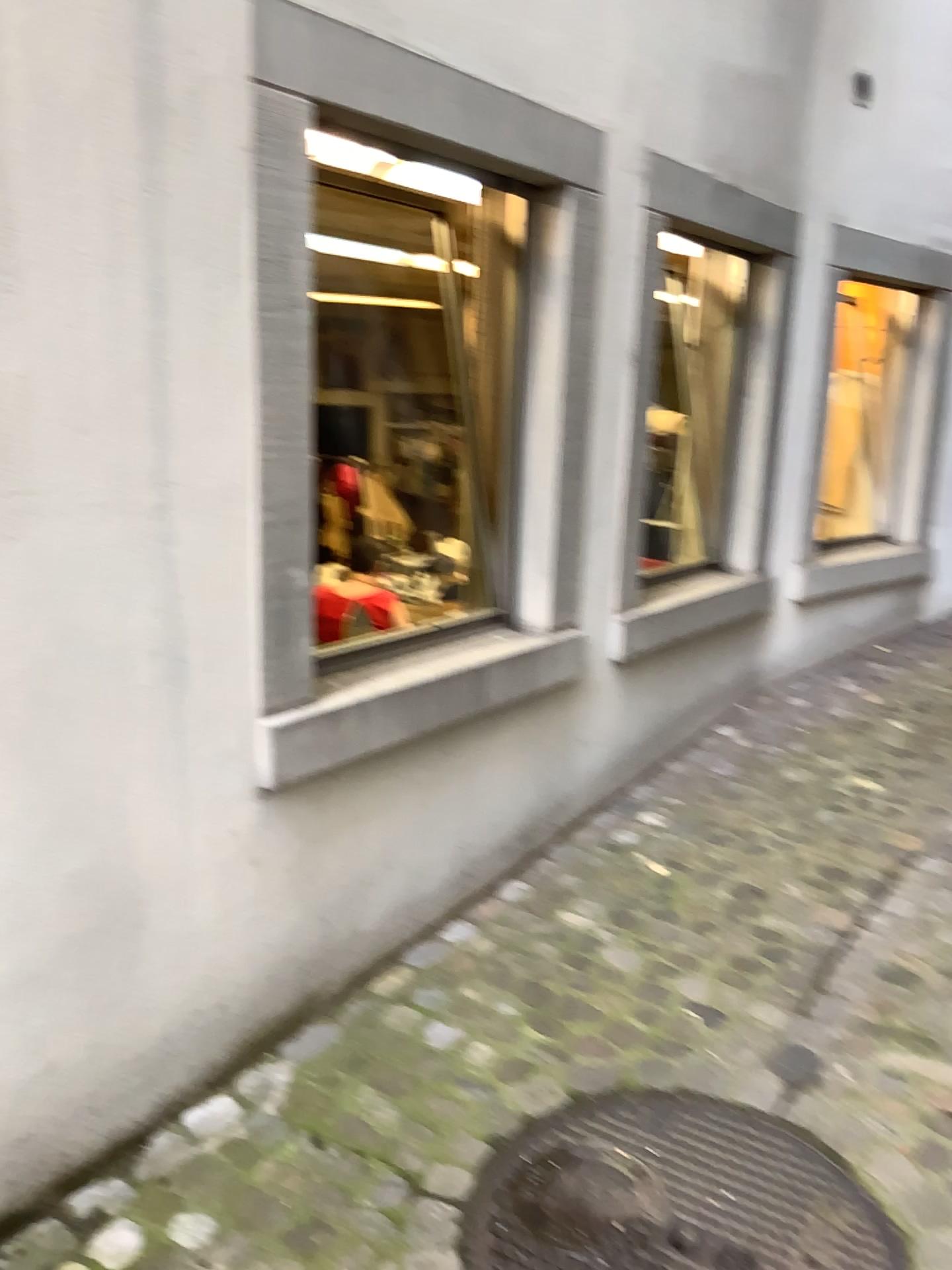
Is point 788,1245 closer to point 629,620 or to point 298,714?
point 298,714

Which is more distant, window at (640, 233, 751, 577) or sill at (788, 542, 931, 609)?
sill at (788, 542, 931, 609)

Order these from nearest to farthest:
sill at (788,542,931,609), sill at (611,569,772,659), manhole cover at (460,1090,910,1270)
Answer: manhole cover at (460,1090,910,1270) < sill at (611,569,772,659) < sill at (788,542,931,609)

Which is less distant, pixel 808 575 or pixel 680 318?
pixel 680 318

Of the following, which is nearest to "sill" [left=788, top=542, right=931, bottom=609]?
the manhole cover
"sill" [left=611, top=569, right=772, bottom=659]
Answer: "sill" [left=611, top=569, right=772, bottom=659]

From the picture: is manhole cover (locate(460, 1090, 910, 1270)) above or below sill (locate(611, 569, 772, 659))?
below

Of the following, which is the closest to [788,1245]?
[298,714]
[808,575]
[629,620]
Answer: [298,714]

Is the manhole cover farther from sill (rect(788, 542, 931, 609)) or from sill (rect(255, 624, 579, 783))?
sill (rect(788, 542, 931, 609))

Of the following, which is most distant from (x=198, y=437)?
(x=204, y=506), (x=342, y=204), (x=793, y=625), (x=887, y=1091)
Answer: (x=793, y=625)

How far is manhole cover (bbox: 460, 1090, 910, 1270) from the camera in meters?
1.8 m
